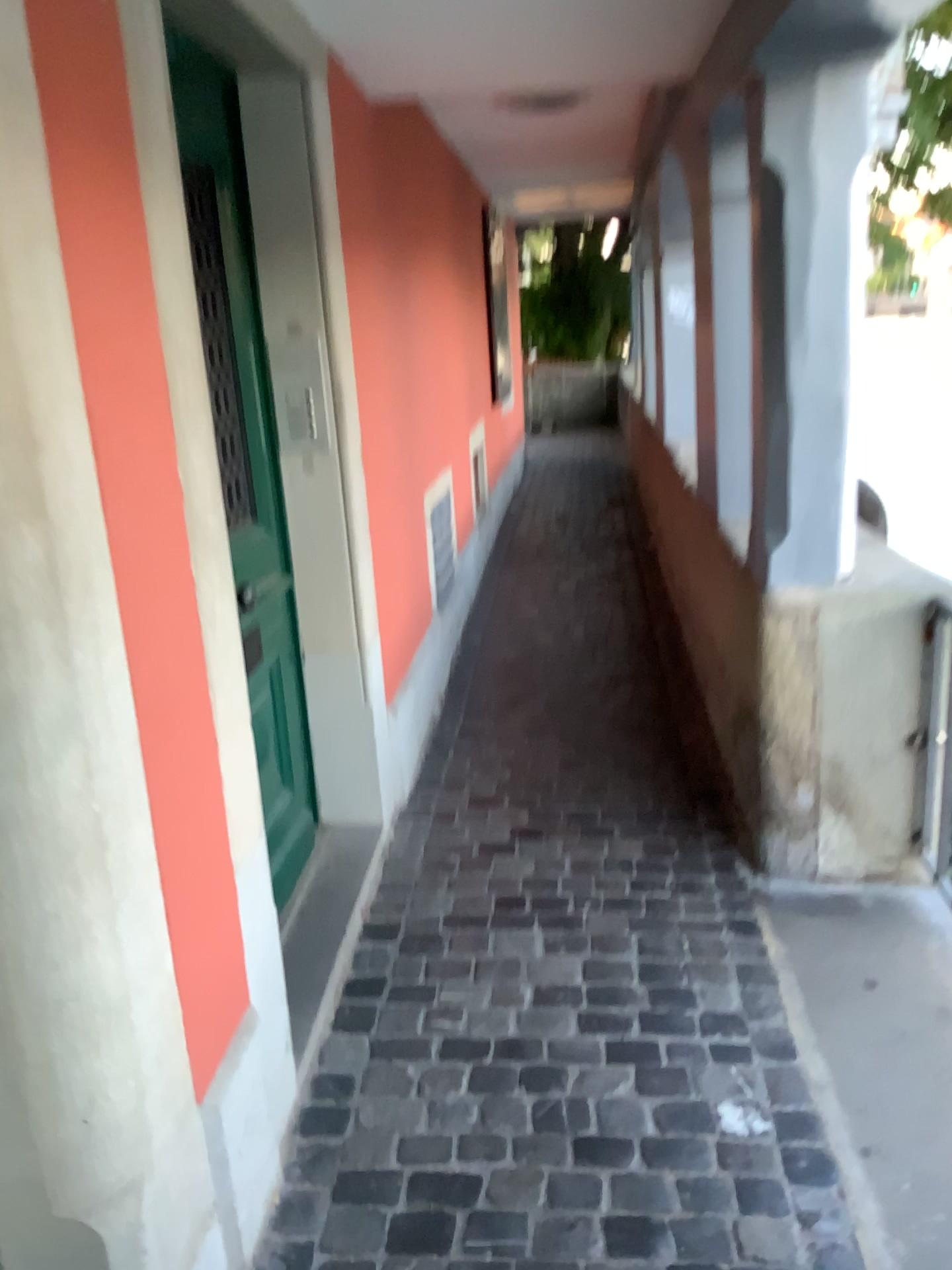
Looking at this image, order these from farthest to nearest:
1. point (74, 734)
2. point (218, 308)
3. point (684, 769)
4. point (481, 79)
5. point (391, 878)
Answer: point (684, 769), point (481, 79), point (391, 878), point (218, 308), point (74, 734)

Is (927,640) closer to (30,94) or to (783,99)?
(783,99)

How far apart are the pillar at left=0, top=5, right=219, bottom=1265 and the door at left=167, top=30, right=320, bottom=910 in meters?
0.9 m

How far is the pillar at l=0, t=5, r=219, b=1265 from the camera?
1.1m

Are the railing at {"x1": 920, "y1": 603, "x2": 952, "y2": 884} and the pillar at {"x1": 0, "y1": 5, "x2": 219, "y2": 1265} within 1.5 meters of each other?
no

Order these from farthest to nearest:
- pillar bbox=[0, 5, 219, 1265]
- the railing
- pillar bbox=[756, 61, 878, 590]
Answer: the railing < pillar bbox=[756, 61, 878, 590] < pillar bbox=[0, 5, 219, 1265]

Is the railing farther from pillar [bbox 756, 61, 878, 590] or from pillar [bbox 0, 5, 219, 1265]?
pillar [bbox 0, 5, 219, 1265]

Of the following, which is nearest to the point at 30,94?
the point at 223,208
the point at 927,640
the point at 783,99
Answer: the point at 223,208

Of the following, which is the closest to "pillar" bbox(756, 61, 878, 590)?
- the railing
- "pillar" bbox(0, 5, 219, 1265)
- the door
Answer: the railing

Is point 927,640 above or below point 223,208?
below
